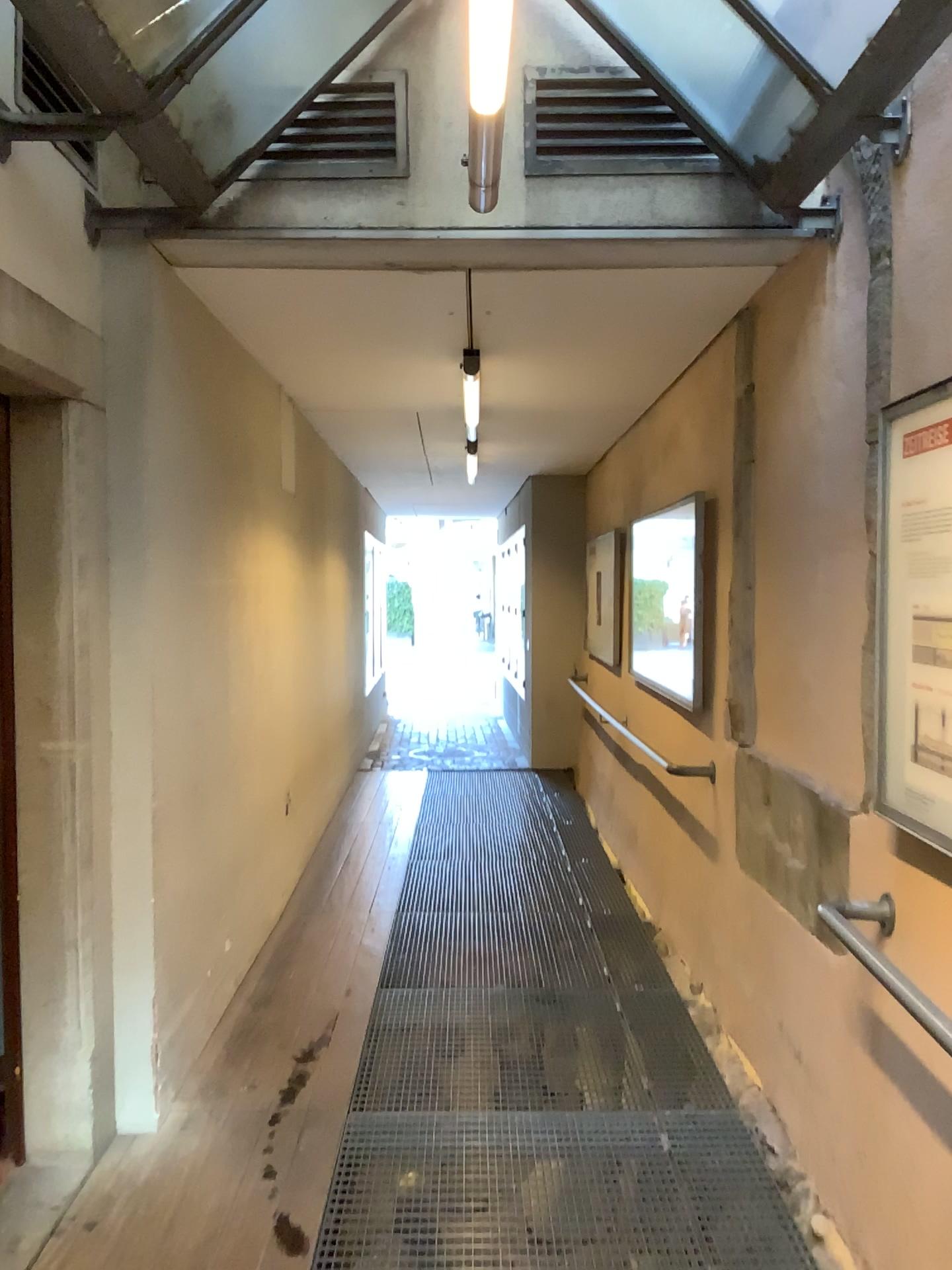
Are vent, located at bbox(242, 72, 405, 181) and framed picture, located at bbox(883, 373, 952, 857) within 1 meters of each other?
no

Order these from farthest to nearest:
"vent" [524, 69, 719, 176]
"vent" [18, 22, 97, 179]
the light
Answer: "vent" [524, 69, 719, 176] < "vent" [18, 22, 97, 179] < the light

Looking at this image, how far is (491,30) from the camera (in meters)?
1.86

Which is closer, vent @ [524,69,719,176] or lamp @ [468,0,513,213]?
lamp @ [468,0,513,213]

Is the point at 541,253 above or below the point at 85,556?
above

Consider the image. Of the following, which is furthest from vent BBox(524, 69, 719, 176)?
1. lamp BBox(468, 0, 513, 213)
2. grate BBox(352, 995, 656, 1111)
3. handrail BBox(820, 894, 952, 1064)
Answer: grate BBox(352, 995, 656, 1111)

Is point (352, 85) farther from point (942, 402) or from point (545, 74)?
point (942, 402)

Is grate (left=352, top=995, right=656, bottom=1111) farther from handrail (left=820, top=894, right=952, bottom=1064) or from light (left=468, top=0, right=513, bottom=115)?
light (left=468, top=0, right=513, bottom=115)

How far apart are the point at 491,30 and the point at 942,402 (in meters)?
1.08

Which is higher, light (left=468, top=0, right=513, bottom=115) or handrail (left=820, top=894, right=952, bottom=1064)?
light (left=468, top=0, right=513, bottom=115)
